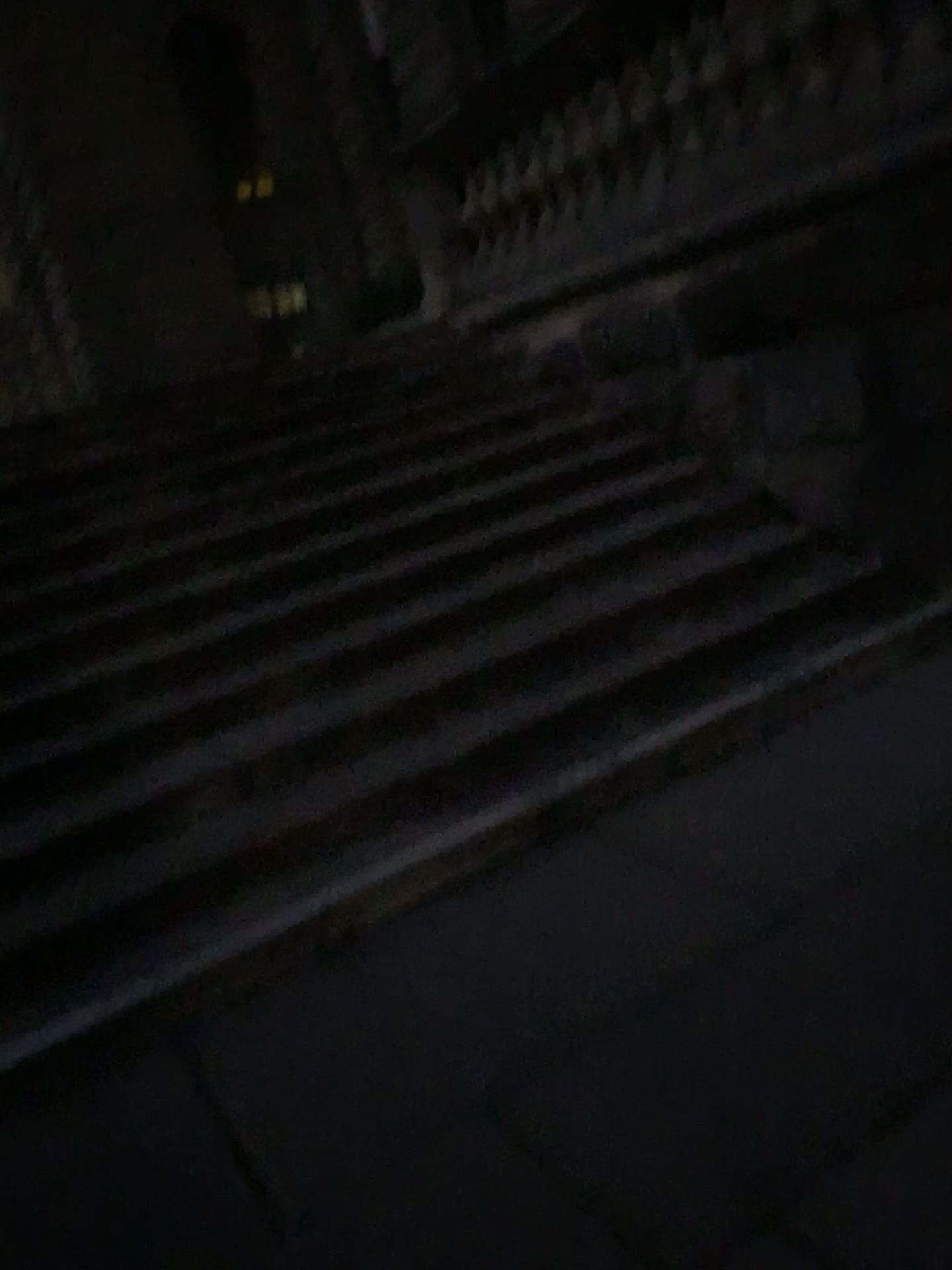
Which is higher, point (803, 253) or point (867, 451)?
point (803, 253)
